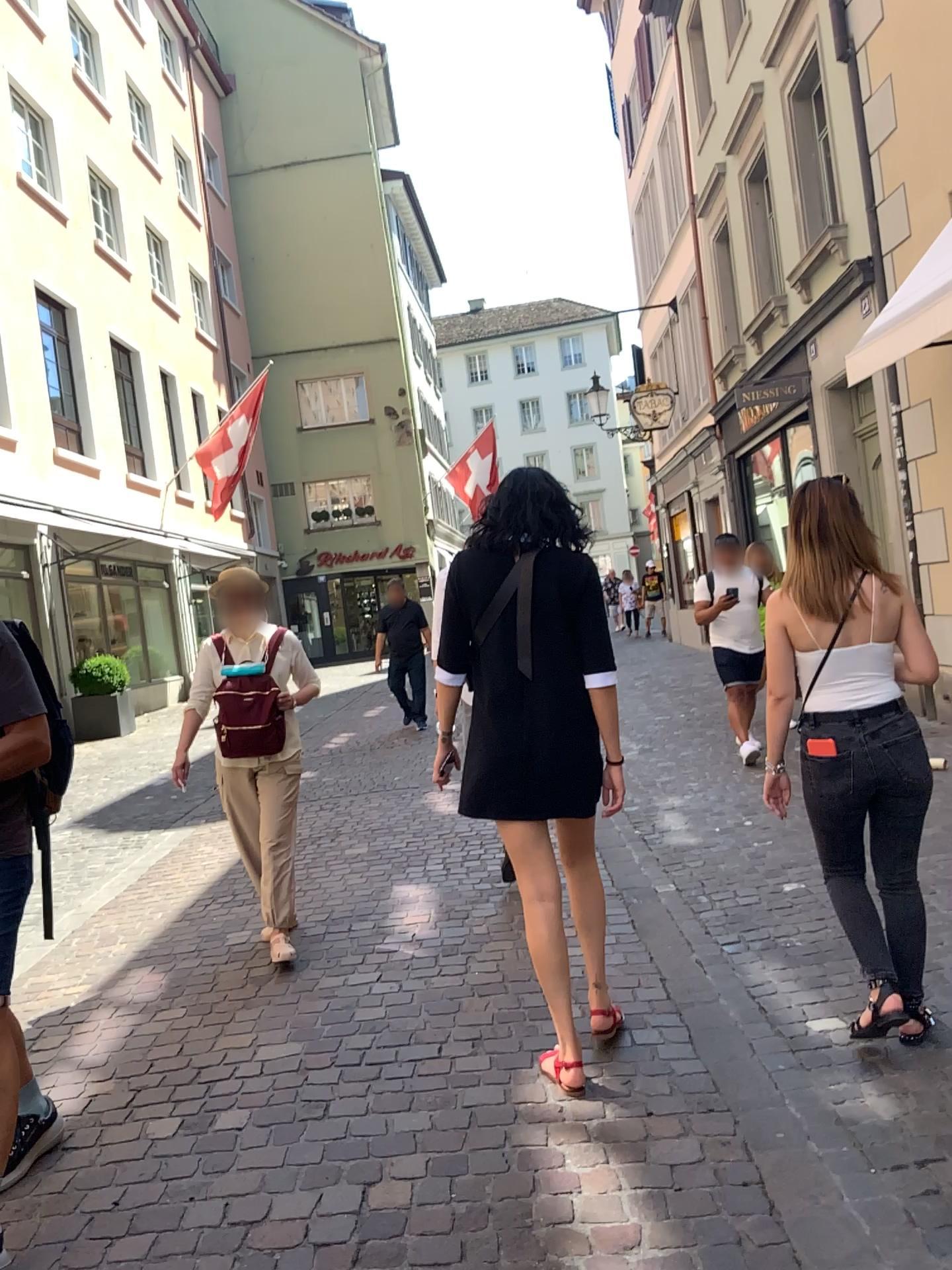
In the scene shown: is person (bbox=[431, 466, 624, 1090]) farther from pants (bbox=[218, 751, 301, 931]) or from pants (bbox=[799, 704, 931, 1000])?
pants (bbox=[218, 751, 301, 931])

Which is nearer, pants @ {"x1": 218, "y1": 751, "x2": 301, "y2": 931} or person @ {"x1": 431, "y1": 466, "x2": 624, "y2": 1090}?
person @ {"x1": 431, "y1": 466, "x2": 624, "y2": 1090}

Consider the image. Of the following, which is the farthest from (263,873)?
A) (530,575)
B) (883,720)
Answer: (883,720)

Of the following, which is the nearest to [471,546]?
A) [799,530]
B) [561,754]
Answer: [561,754]

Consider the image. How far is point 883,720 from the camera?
2.85m

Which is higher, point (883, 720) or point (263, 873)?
point (883, 720)

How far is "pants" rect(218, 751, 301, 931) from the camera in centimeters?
412cm

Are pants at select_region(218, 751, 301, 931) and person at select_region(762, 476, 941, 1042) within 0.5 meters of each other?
no

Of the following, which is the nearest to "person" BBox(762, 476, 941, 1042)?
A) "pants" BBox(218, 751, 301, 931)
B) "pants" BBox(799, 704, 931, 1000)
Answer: "pants" BBox(799, 704, 931, 1000)

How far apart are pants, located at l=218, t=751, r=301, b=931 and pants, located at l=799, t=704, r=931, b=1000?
2.11m
